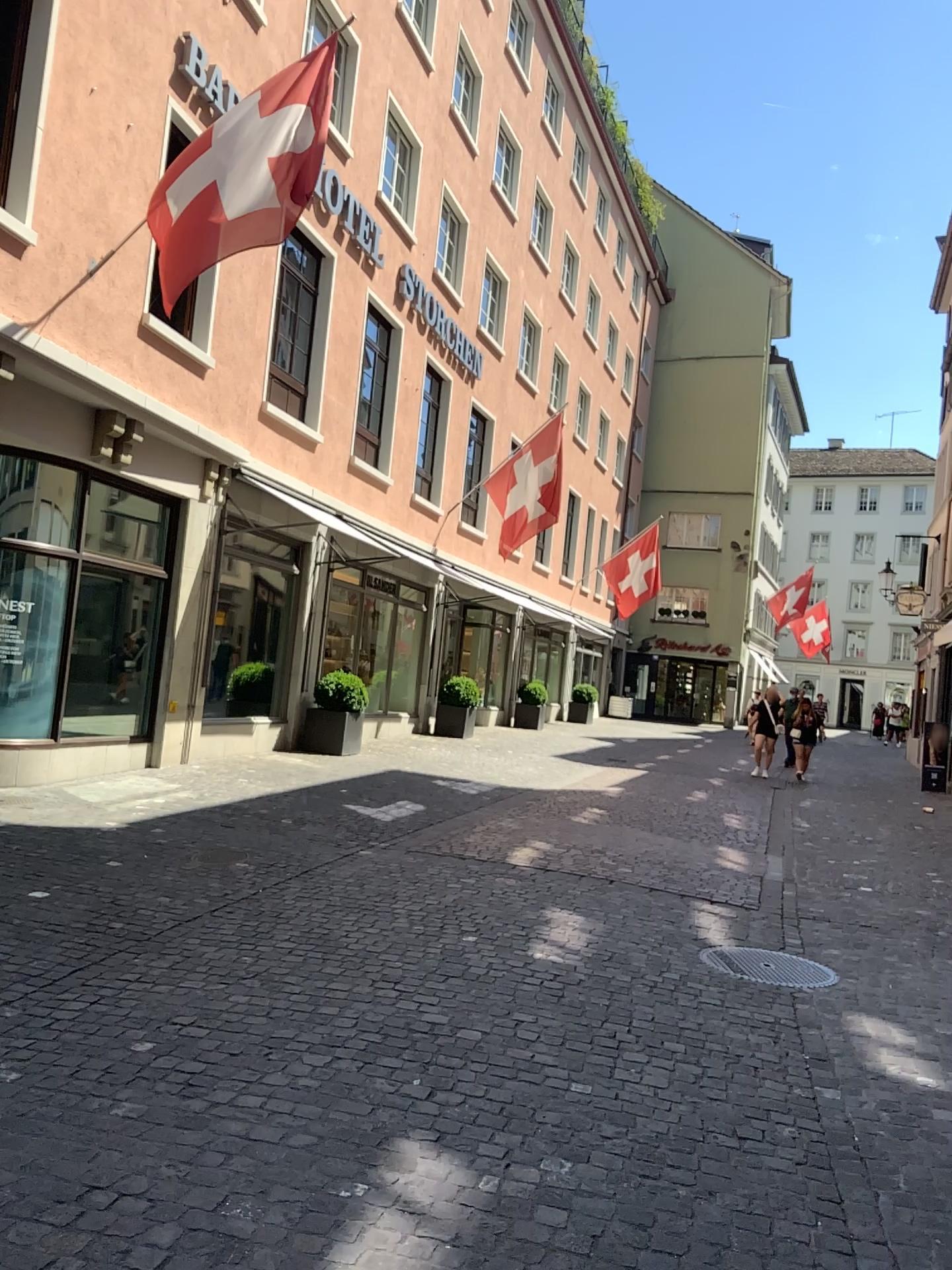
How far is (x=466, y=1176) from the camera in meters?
2.9
